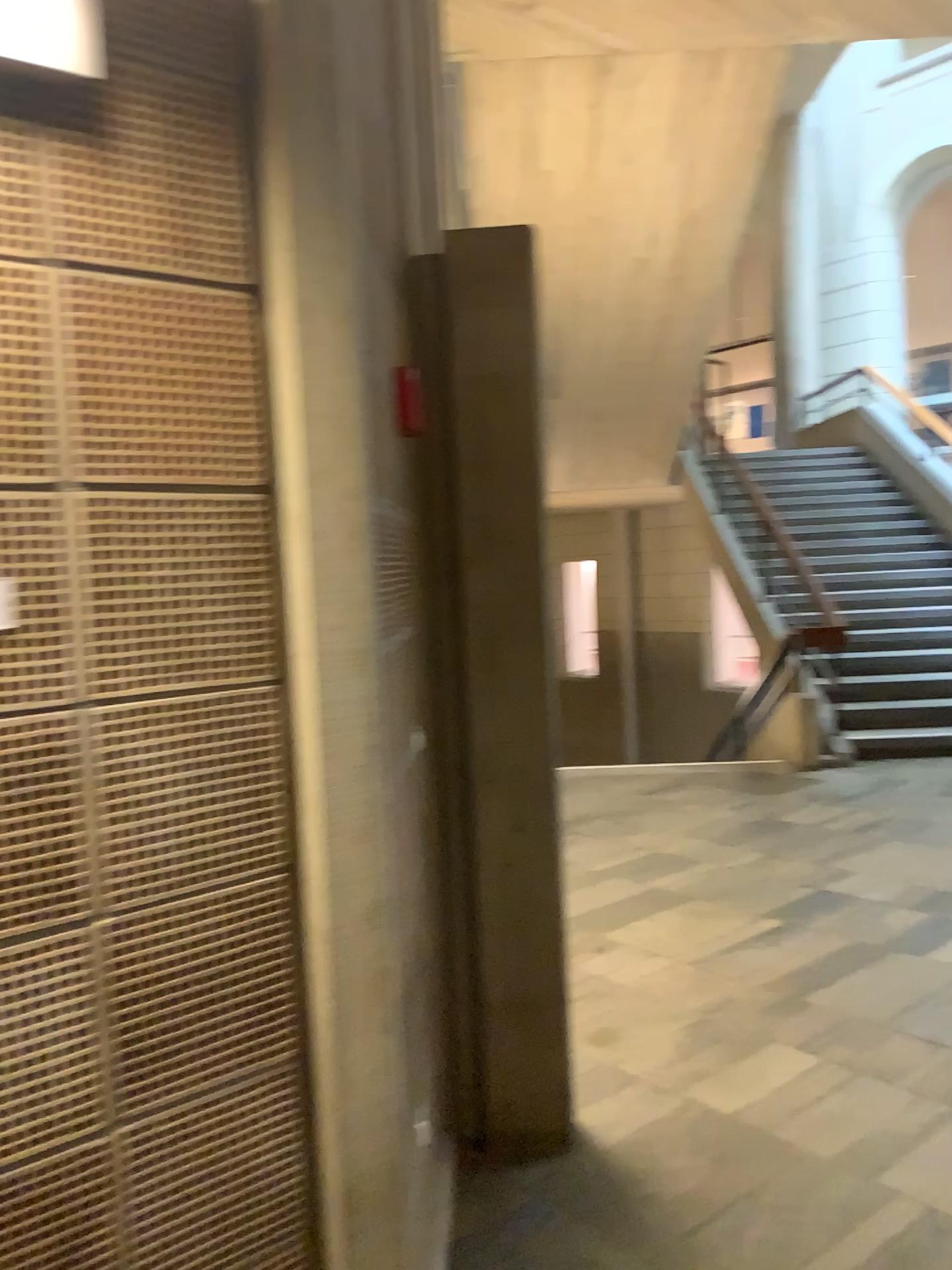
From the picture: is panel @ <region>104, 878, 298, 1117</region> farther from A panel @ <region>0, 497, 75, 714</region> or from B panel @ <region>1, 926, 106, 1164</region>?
A panel @ <region>0, 497, 75, 714</region>

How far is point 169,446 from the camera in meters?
1.3 m

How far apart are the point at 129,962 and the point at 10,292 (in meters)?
0.79

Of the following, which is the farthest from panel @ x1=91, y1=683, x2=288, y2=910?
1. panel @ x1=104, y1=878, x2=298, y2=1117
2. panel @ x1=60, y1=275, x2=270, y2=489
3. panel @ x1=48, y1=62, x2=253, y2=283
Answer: panel @ x1=48, y1=62, x2=253, y2=283

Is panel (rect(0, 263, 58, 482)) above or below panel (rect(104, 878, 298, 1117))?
above

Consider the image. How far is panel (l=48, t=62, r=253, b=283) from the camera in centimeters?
122cm

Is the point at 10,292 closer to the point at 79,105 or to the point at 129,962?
Result: the point at 79,105

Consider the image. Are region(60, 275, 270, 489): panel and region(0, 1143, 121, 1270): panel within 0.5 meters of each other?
no

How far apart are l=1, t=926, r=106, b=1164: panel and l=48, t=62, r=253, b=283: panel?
0.79m

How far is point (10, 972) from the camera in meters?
1.2
